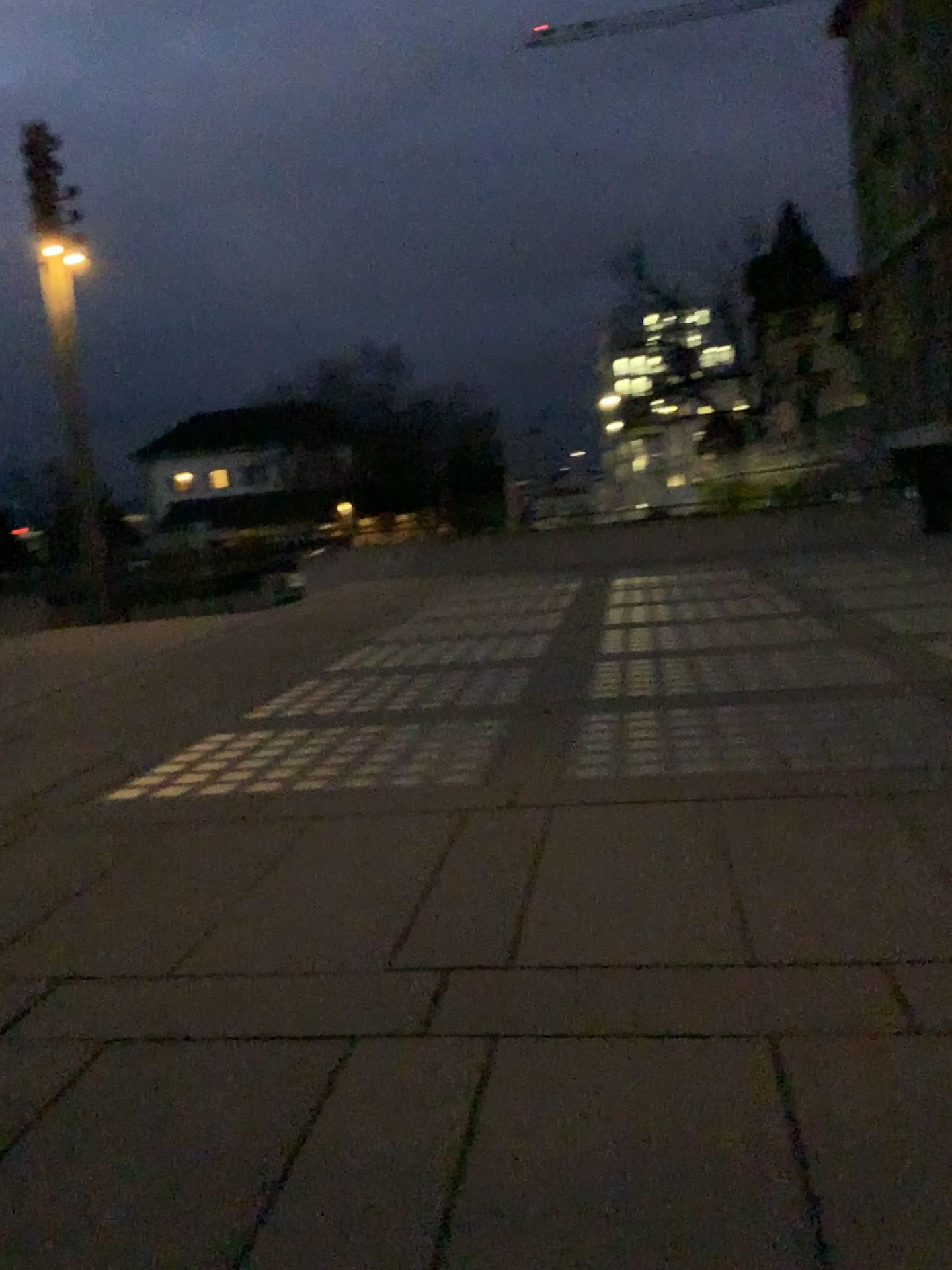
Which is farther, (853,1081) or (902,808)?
(902,808)
